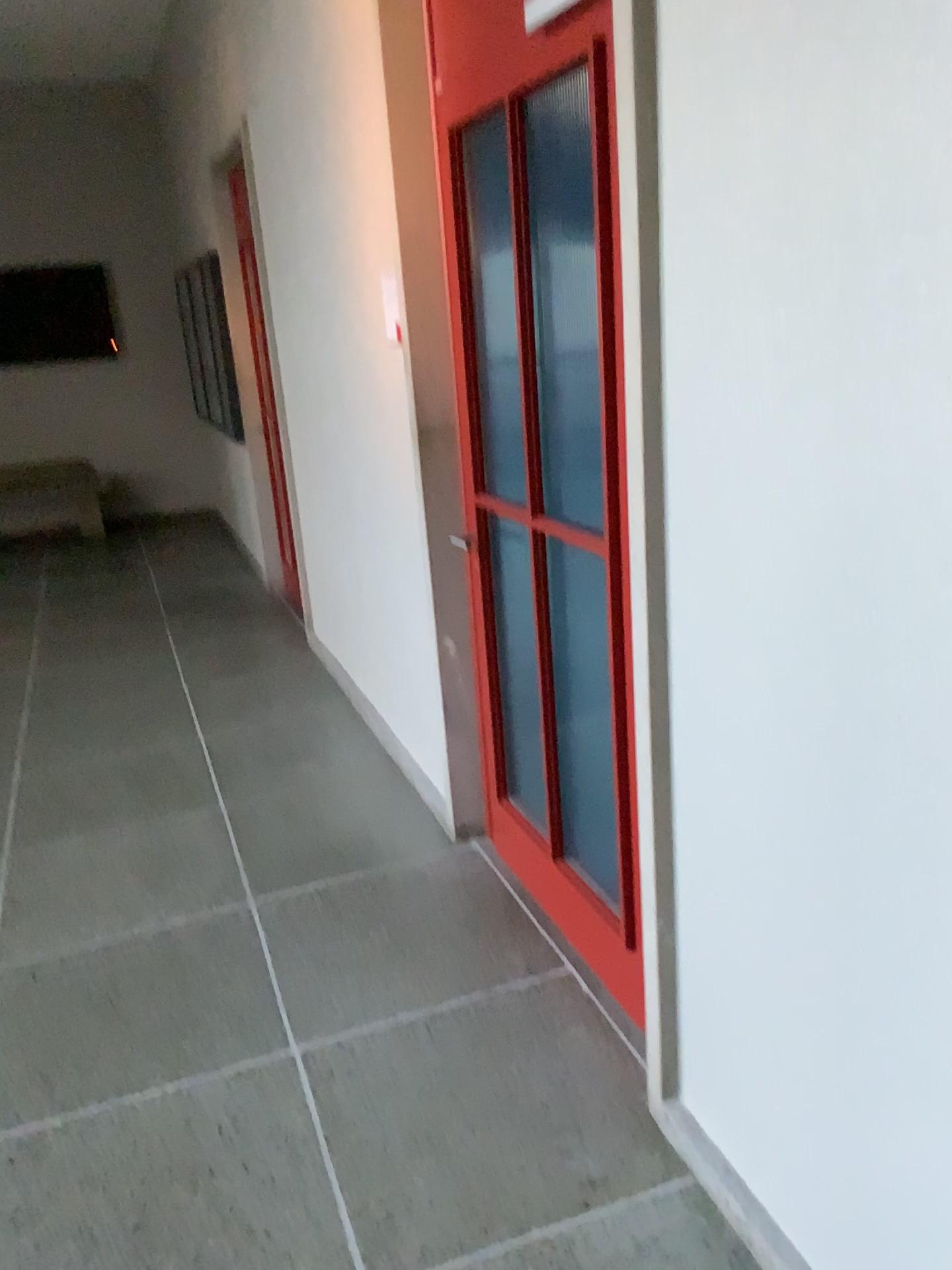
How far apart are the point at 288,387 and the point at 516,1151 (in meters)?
3.68
